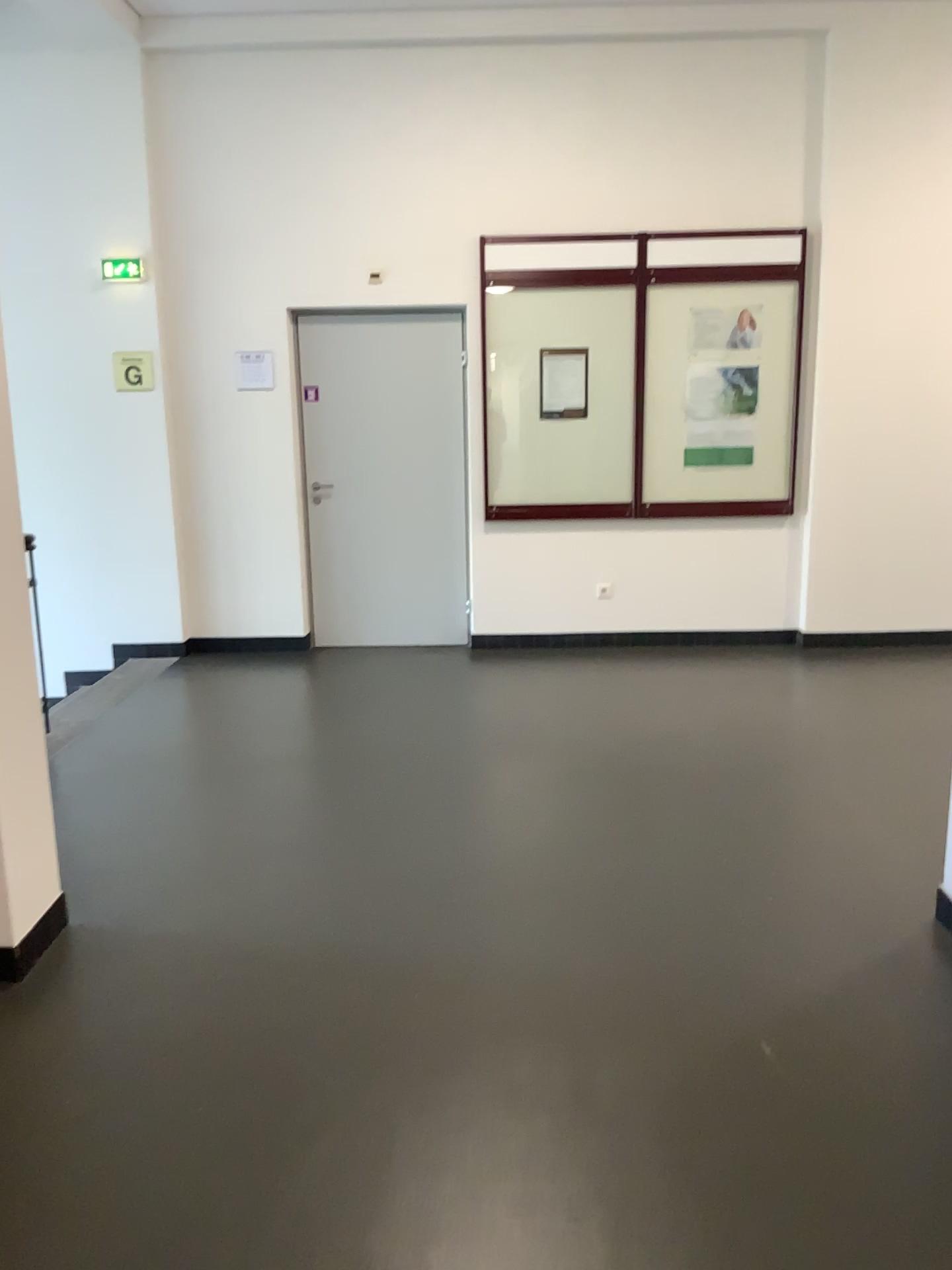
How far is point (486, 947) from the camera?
2.9 meters
